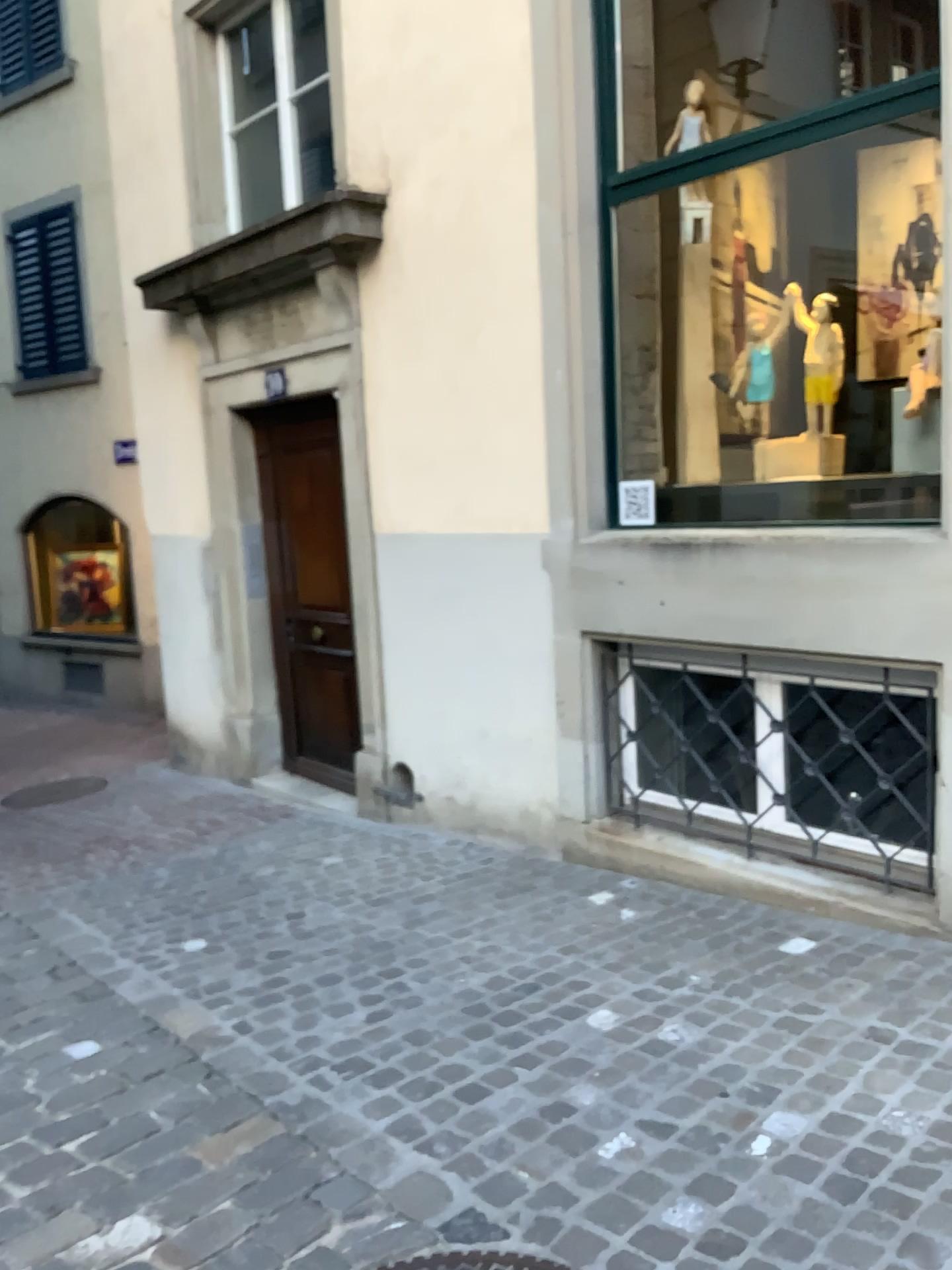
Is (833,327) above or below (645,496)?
above

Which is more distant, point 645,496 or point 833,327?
point 645,496

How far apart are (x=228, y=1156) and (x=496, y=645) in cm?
269

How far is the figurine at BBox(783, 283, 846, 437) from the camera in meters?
4.0 m

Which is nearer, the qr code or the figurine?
the figurine

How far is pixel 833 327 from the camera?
4.0m
